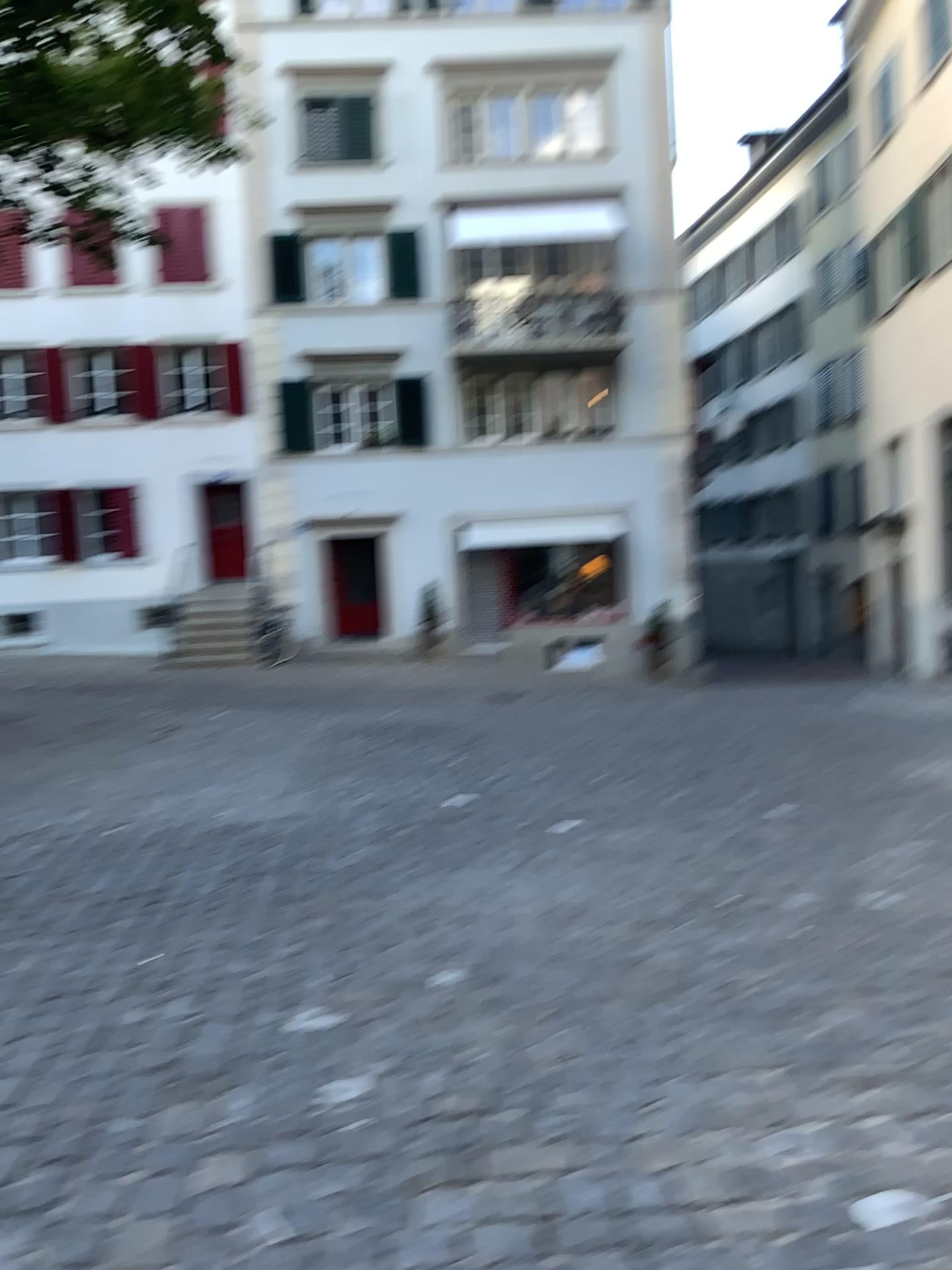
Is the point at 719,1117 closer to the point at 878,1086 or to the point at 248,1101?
the point at 878,1086
